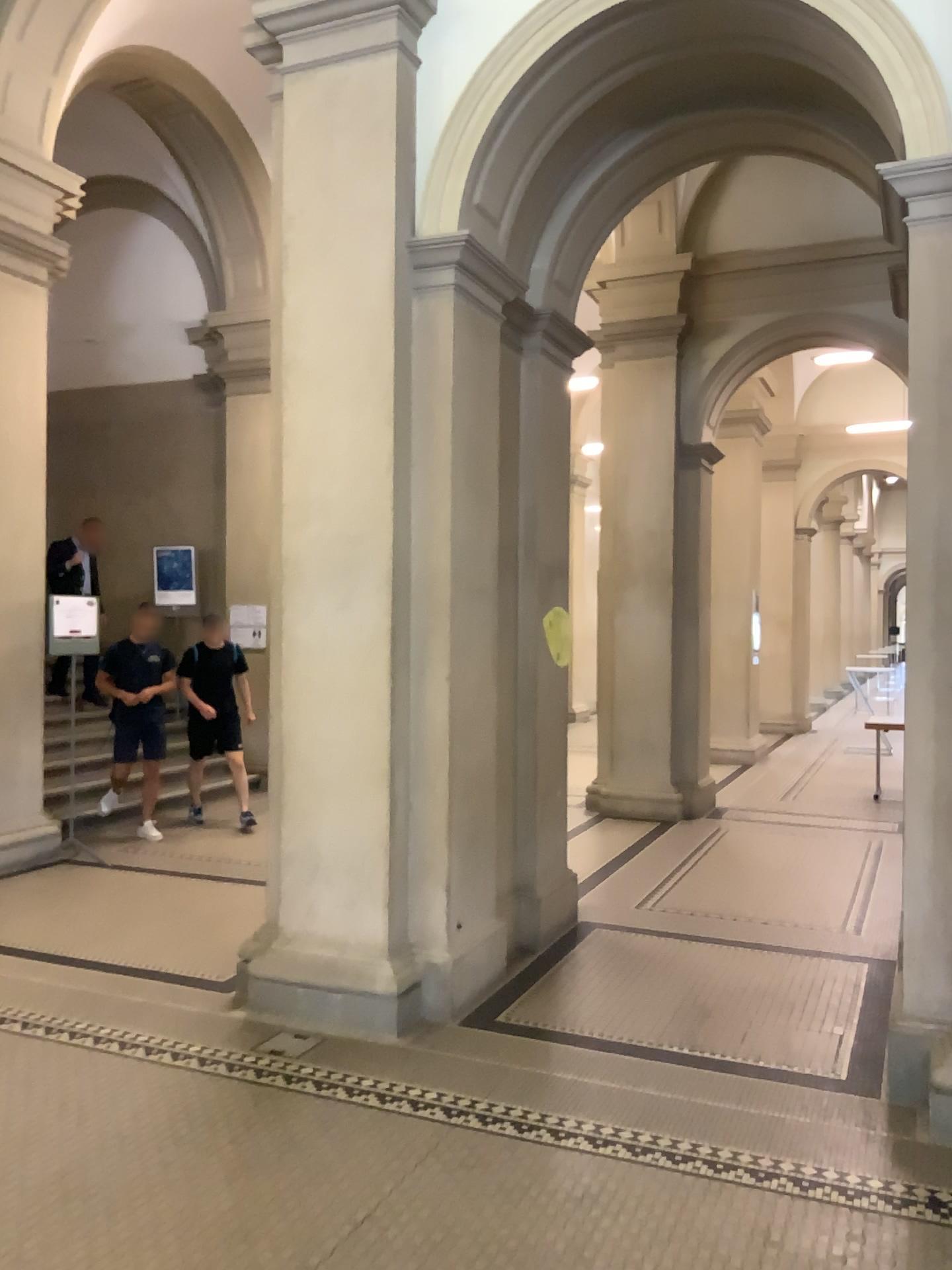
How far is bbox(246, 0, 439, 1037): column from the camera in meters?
4.3 m

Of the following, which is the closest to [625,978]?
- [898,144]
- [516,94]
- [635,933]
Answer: [635,933]

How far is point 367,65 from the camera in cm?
435
